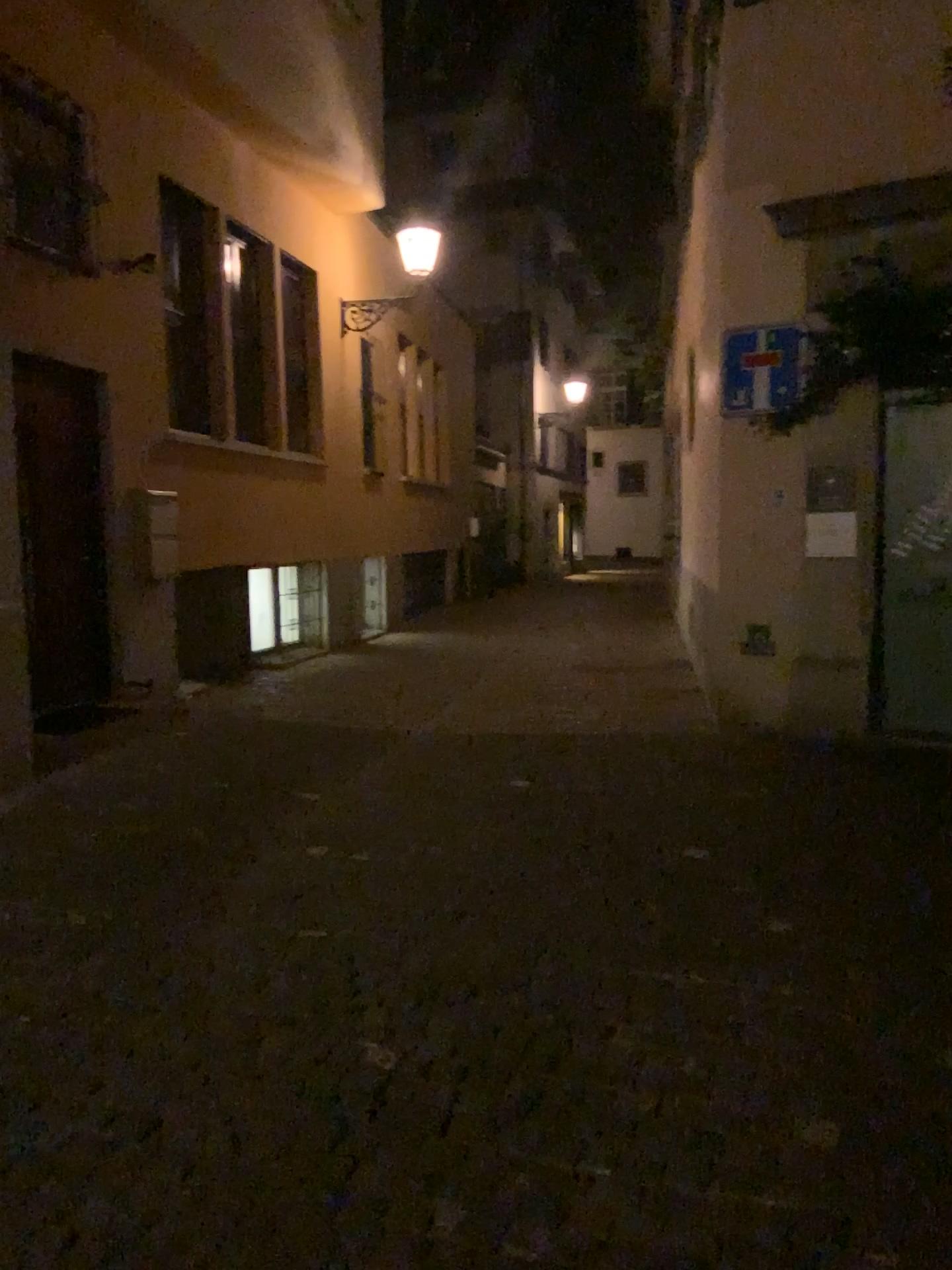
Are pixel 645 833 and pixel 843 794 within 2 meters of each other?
yes
